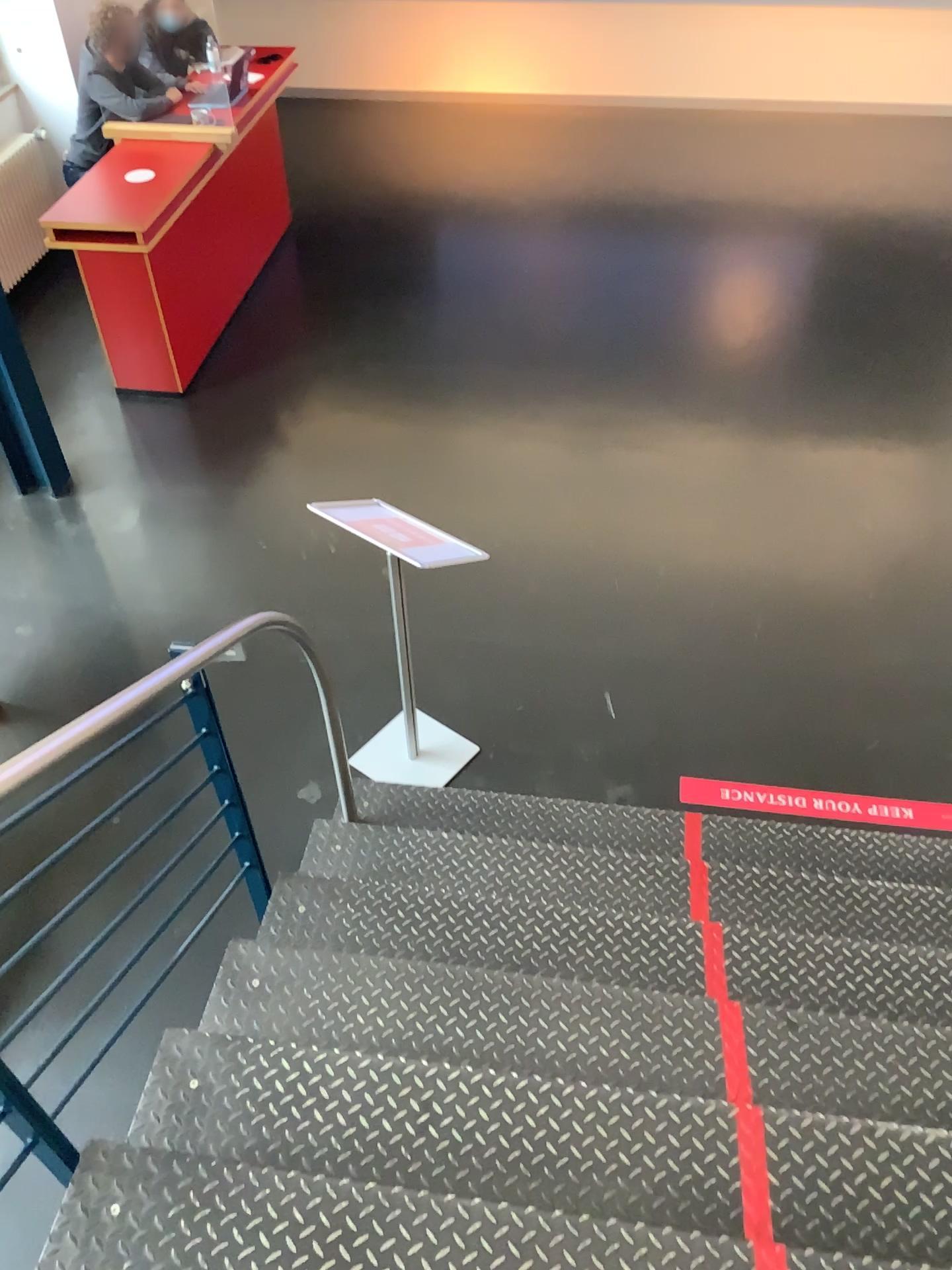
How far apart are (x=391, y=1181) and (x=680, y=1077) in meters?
0.6 m

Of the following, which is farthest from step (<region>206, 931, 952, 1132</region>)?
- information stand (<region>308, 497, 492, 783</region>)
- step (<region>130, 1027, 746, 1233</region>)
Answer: information stand (<region>308, 497, 492, 783</region>)

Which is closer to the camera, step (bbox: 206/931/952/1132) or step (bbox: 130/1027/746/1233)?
step (bbox: 130/1027/746/1233)

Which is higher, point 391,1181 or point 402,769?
point 391,1181

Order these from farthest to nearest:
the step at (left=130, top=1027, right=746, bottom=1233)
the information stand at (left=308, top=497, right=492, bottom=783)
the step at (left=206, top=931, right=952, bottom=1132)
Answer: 1. the information stand at (left=308, top=497, right=492, bottom=783)
2. the step at (left=206, top=931, right=952, bottom=1132)
3. the step at (left=130, top=1027, right=746, bottom=1233)

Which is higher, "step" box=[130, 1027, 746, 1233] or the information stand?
"step" box=[130, 1027, 746, 1233]

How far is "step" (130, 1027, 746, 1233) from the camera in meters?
1.8 m

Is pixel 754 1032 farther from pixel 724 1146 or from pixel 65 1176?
pixel 65 1176

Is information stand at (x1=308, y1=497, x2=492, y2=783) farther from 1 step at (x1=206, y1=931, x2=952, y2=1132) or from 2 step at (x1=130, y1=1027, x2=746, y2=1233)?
2 step at (x1=130, y1=1027, x2=746, y2=1233)

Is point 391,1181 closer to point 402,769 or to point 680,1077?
point 680,1077
